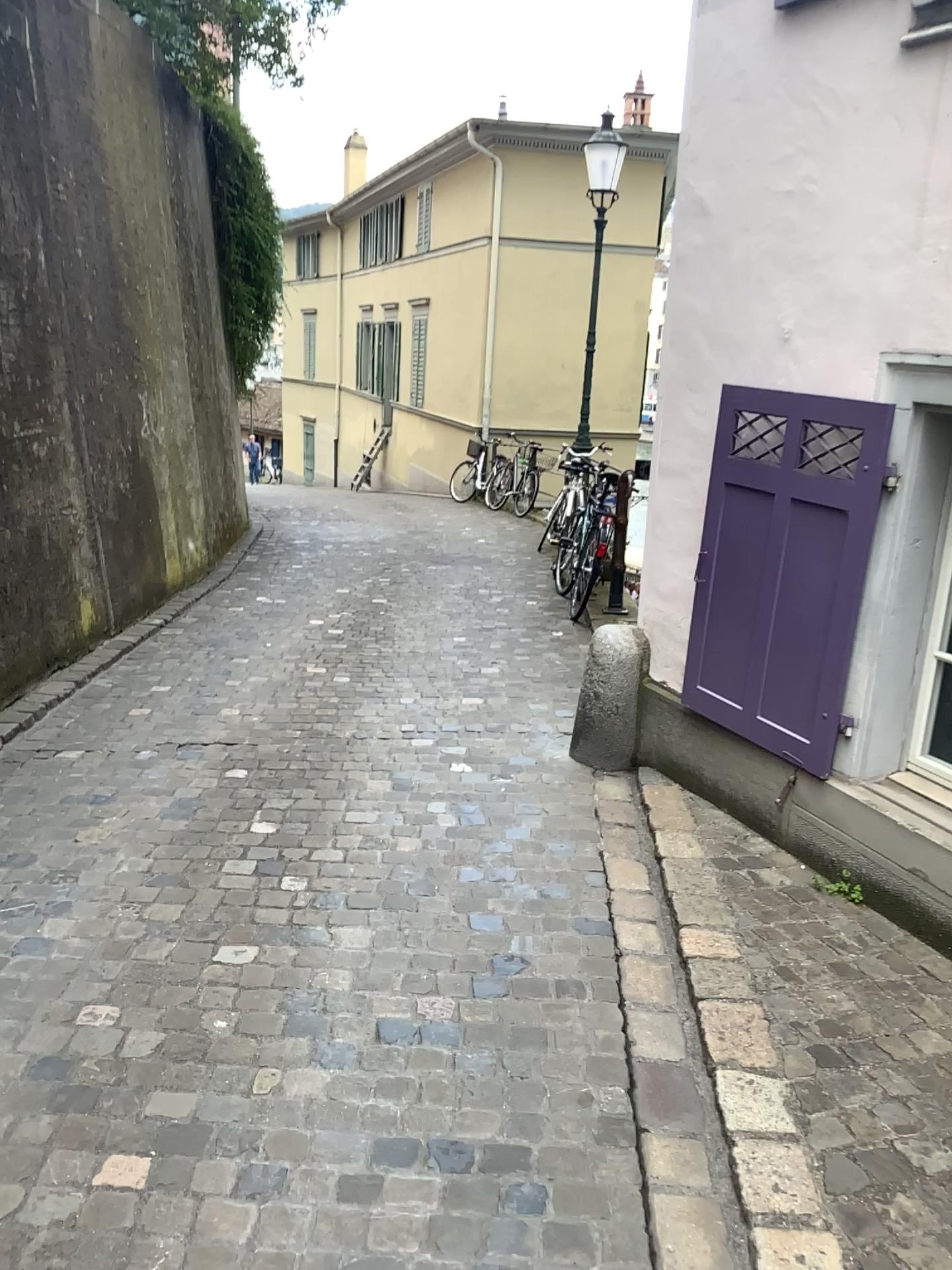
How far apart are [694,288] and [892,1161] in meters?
2.7
